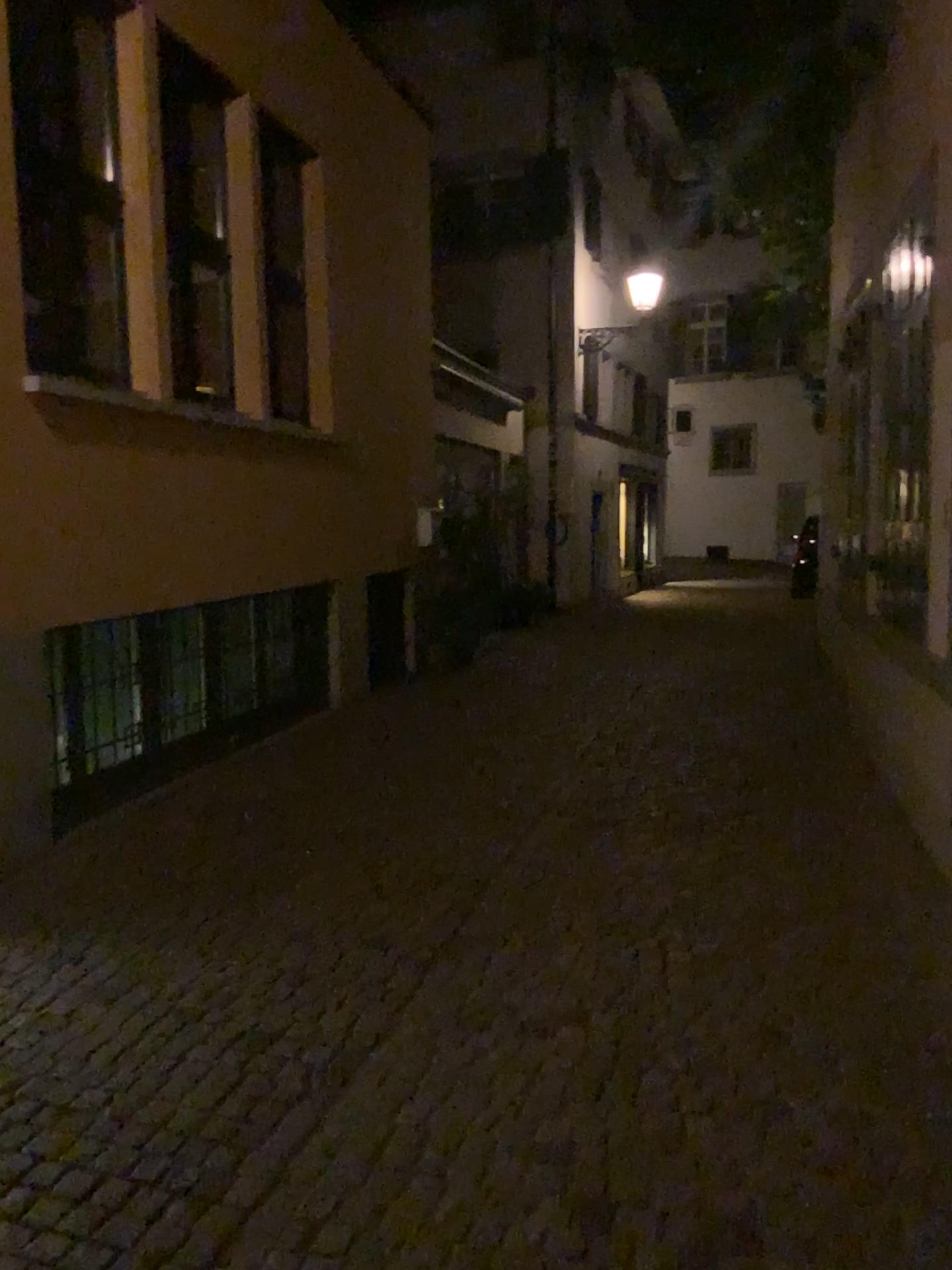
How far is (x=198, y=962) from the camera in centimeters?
361cm
